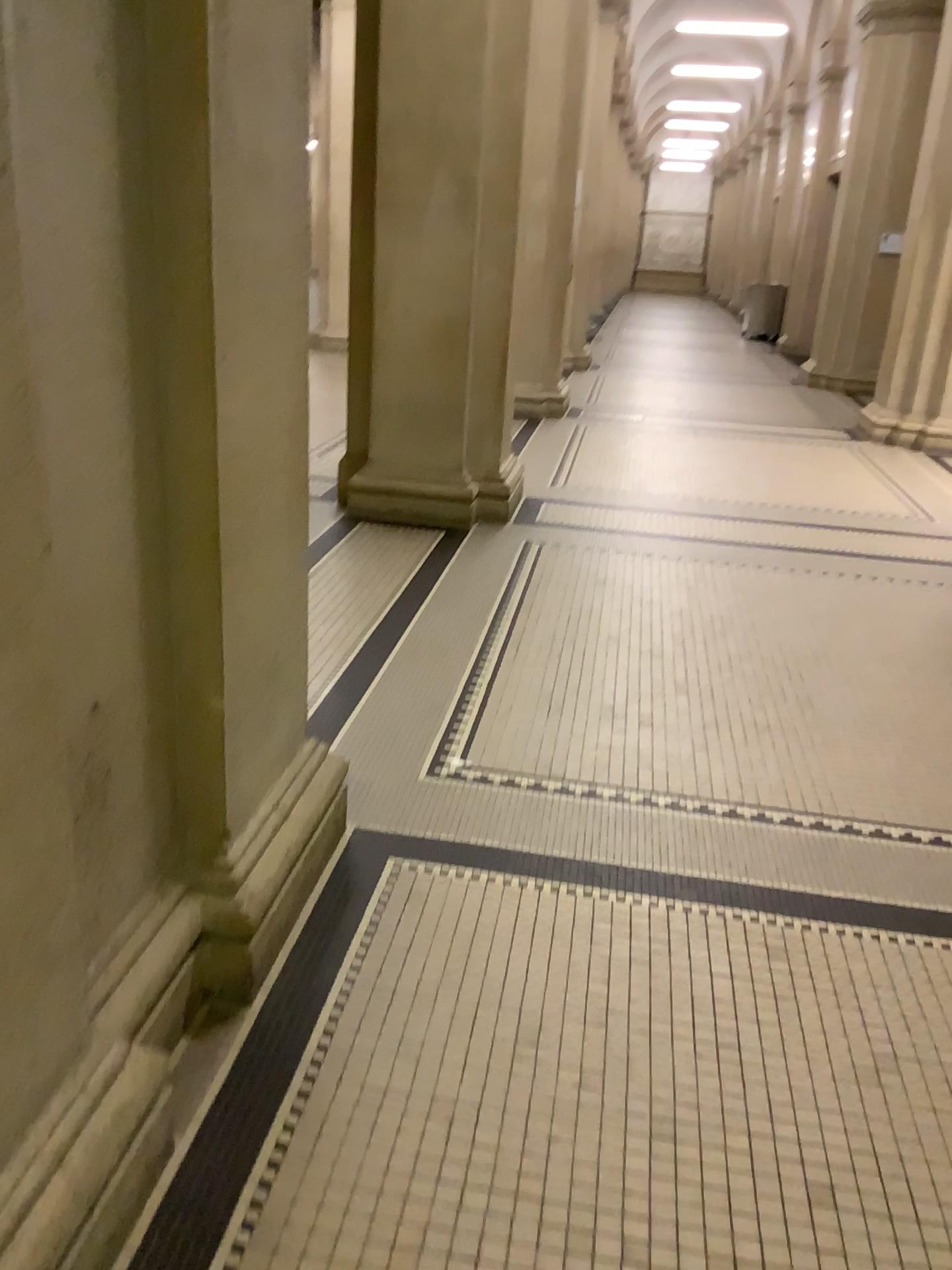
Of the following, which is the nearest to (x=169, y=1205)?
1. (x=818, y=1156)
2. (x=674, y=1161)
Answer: (x=674, y=1161)
